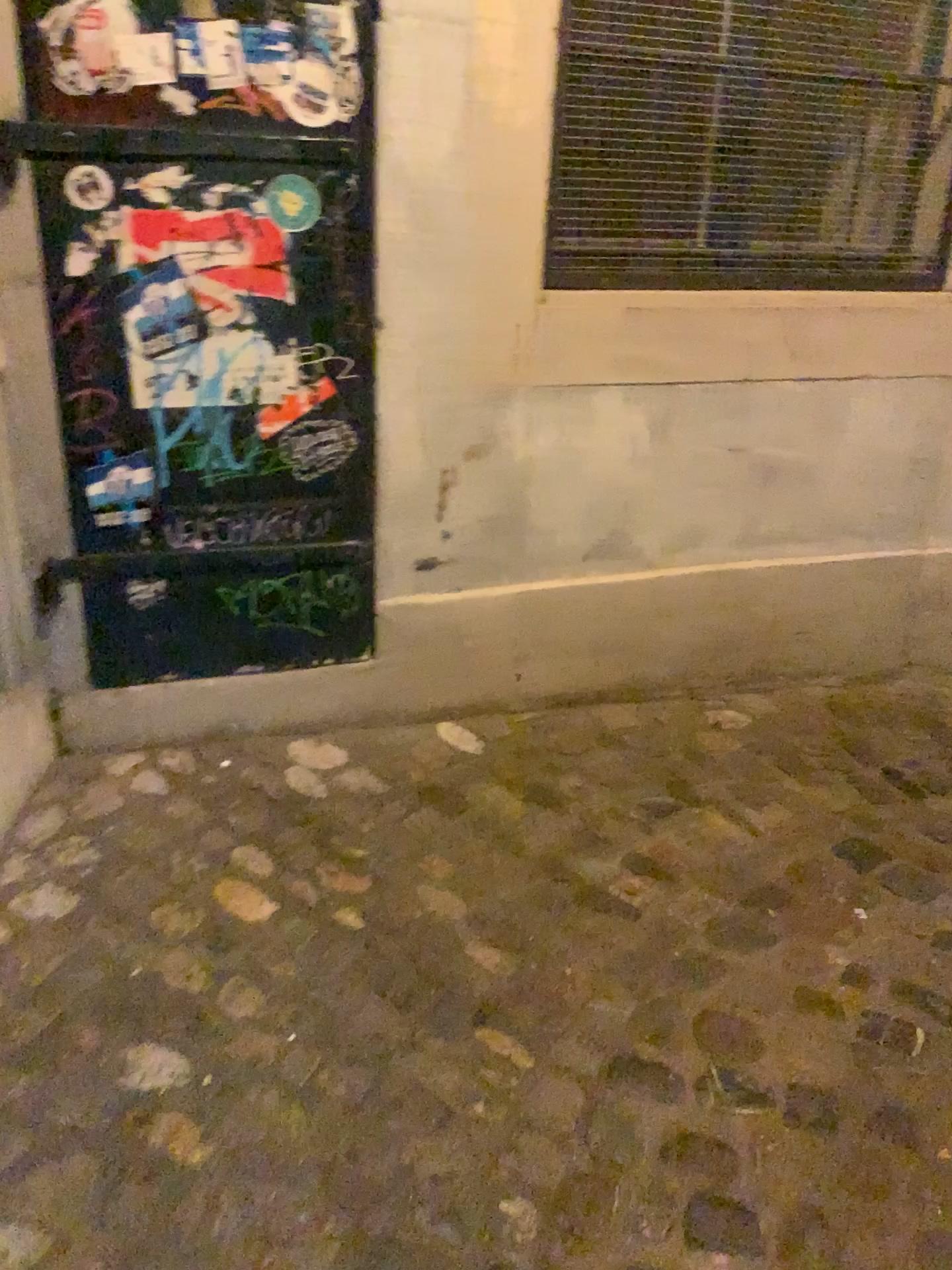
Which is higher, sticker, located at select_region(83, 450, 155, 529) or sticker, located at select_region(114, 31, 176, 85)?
sticker, located at select_region(114, 31, 176, 85)

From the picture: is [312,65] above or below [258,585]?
above

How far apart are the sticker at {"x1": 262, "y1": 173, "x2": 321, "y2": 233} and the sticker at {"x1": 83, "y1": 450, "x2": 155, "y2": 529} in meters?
0.5 m

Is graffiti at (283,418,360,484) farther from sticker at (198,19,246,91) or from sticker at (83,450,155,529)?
sticker at (198,19,246,91)

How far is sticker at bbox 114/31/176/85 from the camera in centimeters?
172cm

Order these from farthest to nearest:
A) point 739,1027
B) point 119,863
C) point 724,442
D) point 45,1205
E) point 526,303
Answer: point 724,442 → point 526,303 → point 119,863 → point 739,1027 → point 45,1205

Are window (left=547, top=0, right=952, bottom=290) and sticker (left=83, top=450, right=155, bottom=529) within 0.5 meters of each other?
no

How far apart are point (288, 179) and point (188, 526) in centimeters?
66cm

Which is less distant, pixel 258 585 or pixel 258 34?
pixel 258 34

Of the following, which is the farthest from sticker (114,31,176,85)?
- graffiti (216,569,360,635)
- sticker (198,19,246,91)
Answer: graffiti (216,569,360,635)
